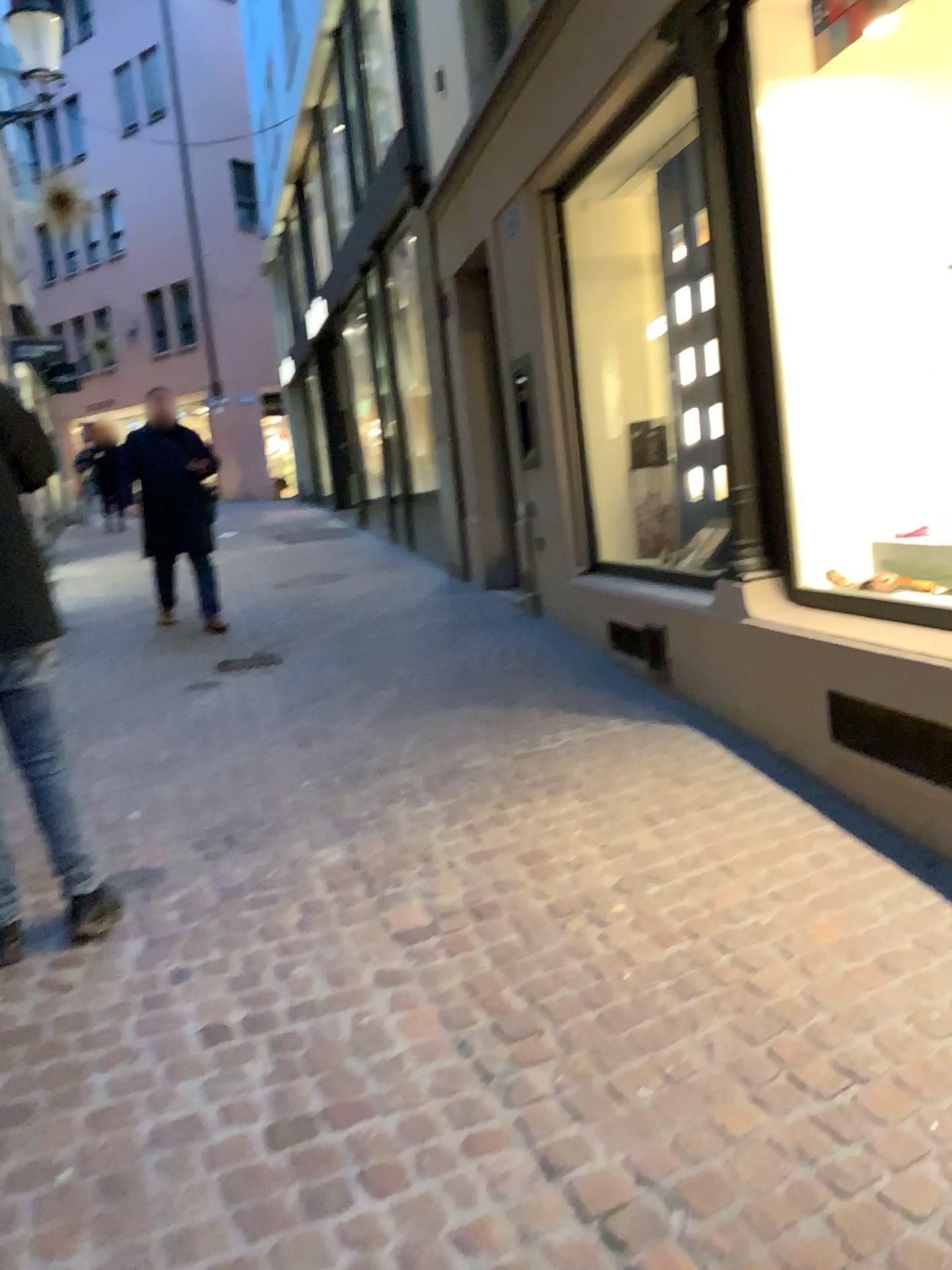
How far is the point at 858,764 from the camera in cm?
313

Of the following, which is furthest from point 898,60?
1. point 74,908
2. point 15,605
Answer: point 74,908

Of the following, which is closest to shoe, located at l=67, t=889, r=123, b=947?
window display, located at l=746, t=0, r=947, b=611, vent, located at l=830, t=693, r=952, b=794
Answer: vent, located at l=830, t=693, r=952, b=794

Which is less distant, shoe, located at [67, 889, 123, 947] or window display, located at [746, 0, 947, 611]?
shoe, located at [67, 889, 123, 947]

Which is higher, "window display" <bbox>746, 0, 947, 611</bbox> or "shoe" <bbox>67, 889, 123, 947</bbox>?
"window display" <bbox>746, 0, 947, 611</bbox>

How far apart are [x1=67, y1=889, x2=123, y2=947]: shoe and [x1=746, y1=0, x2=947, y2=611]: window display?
2.49m

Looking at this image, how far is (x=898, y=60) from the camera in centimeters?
359cm

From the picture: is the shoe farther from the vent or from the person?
the vent

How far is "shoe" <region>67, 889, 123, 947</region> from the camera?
2.9 meters

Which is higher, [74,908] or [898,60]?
[898,60]
